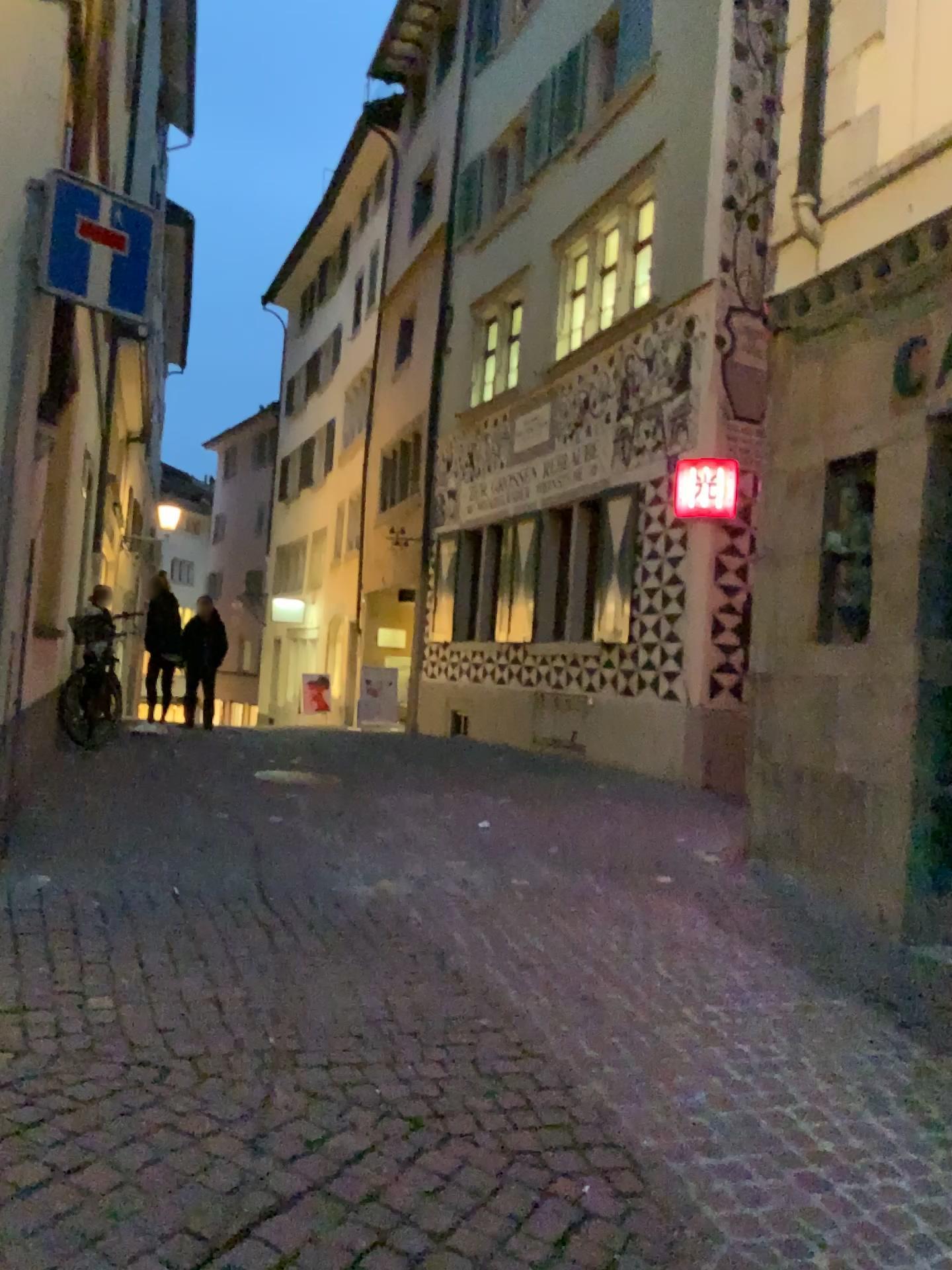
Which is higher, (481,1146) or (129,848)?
(129,848)
